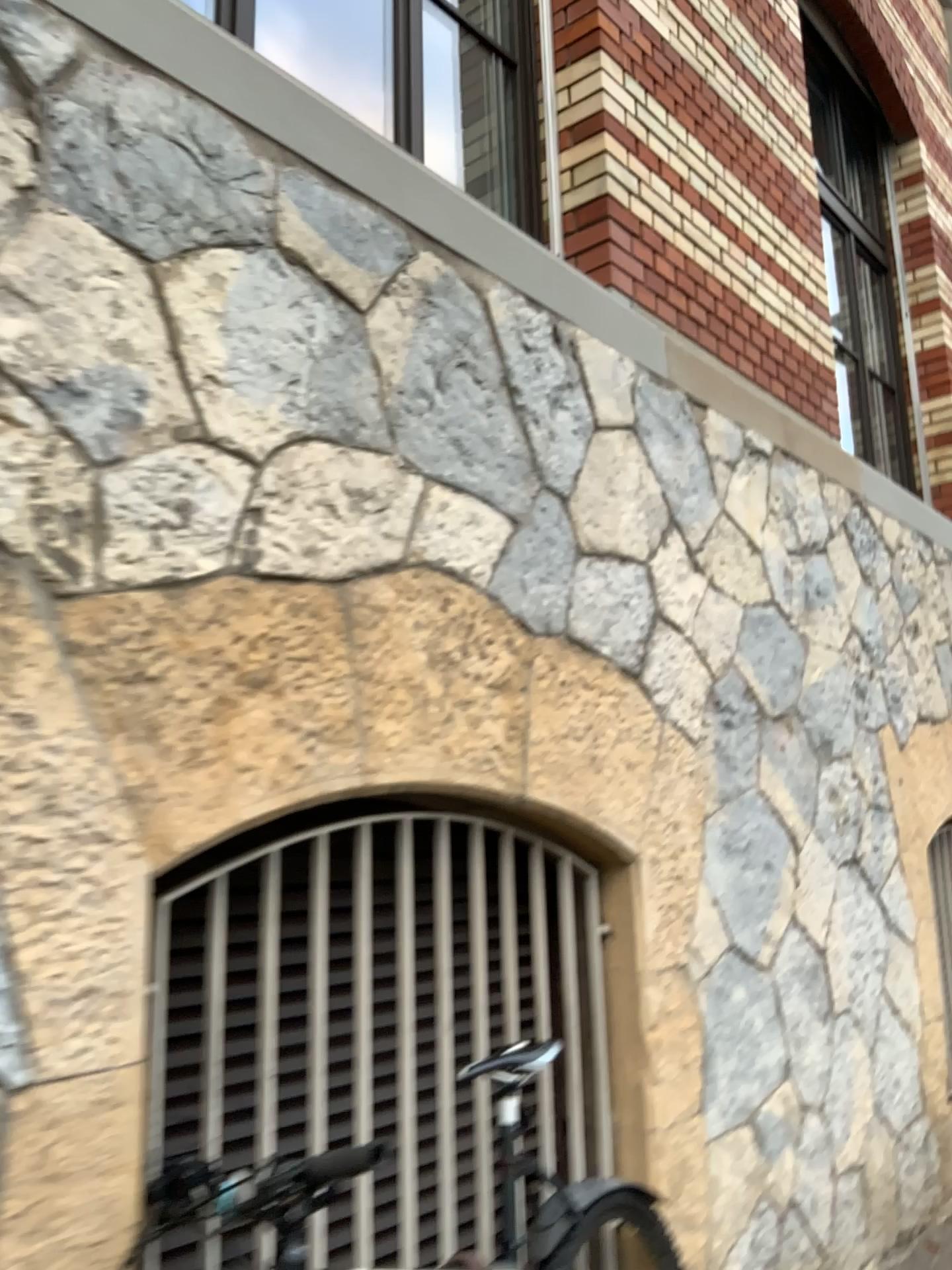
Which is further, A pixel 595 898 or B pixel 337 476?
A pixel 595 898
